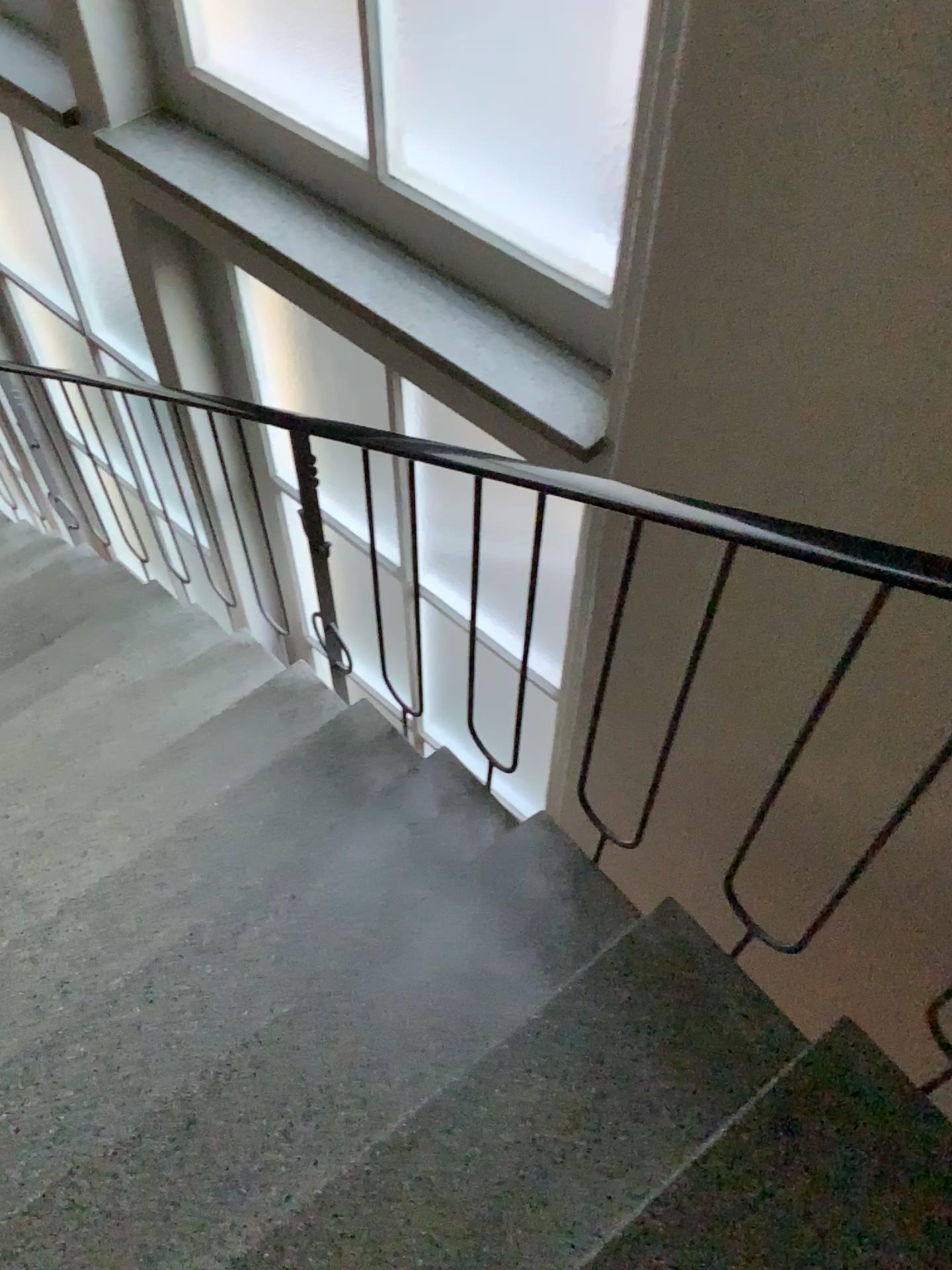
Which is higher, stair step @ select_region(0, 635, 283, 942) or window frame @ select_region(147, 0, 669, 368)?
window frame @ select_region(147, 0, 669, 368)

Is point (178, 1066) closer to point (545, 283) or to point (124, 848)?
point (124, 848)

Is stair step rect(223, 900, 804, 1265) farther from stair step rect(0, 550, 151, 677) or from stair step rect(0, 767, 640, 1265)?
stair step rect(0, 550, 151, 677)

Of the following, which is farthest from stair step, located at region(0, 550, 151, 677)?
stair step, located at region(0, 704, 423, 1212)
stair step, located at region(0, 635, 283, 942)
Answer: stair step, located at region(0, 704, 423, 1212)

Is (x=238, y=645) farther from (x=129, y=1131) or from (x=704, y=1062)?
(x=704, y=1062)

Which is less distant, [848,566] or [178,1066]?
[848,566]

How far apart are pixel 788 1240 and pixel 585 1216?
0.3 meters

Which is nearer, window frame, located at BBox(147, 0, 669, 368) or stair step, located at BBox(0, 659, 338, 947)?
window frame, located at BBox(147, 0, 669, 368)

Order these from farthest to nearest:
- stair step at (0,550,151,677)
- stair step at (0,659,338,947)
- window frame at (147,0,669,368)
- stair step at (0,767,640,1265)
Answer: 1. stair step at (0,550,151,677)
2. stair step at (0,659,338,947)
3. window frame at (147,0,669,368)
4. stair step at (0,767,640,1265)

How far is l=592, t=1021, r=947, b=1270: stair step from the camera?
1.3m
